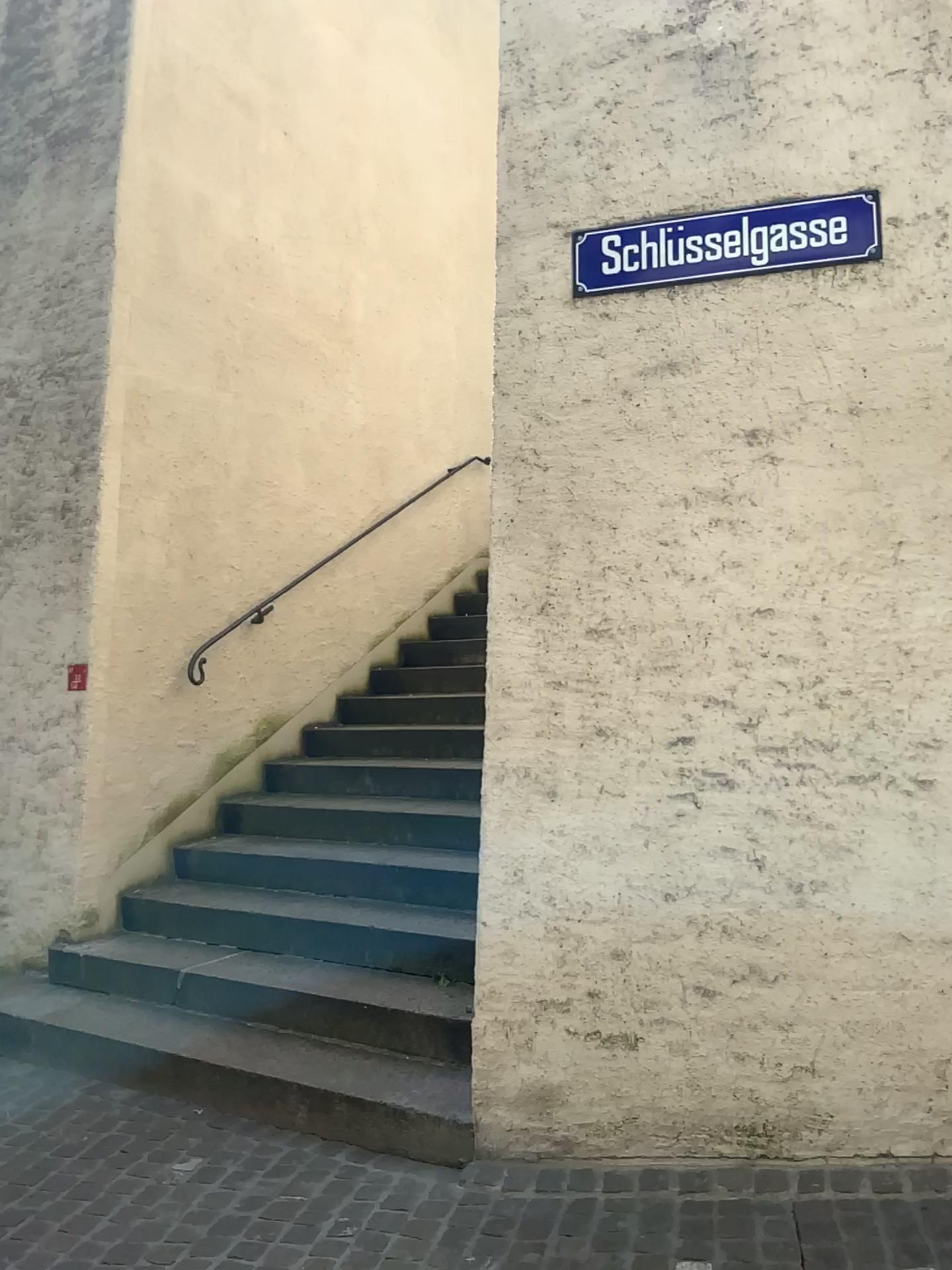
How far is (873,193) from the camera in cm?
307

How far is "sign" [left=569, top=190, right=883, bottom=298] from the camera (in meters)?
3.07

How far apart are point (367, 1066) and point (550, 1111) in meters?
0.7 m
